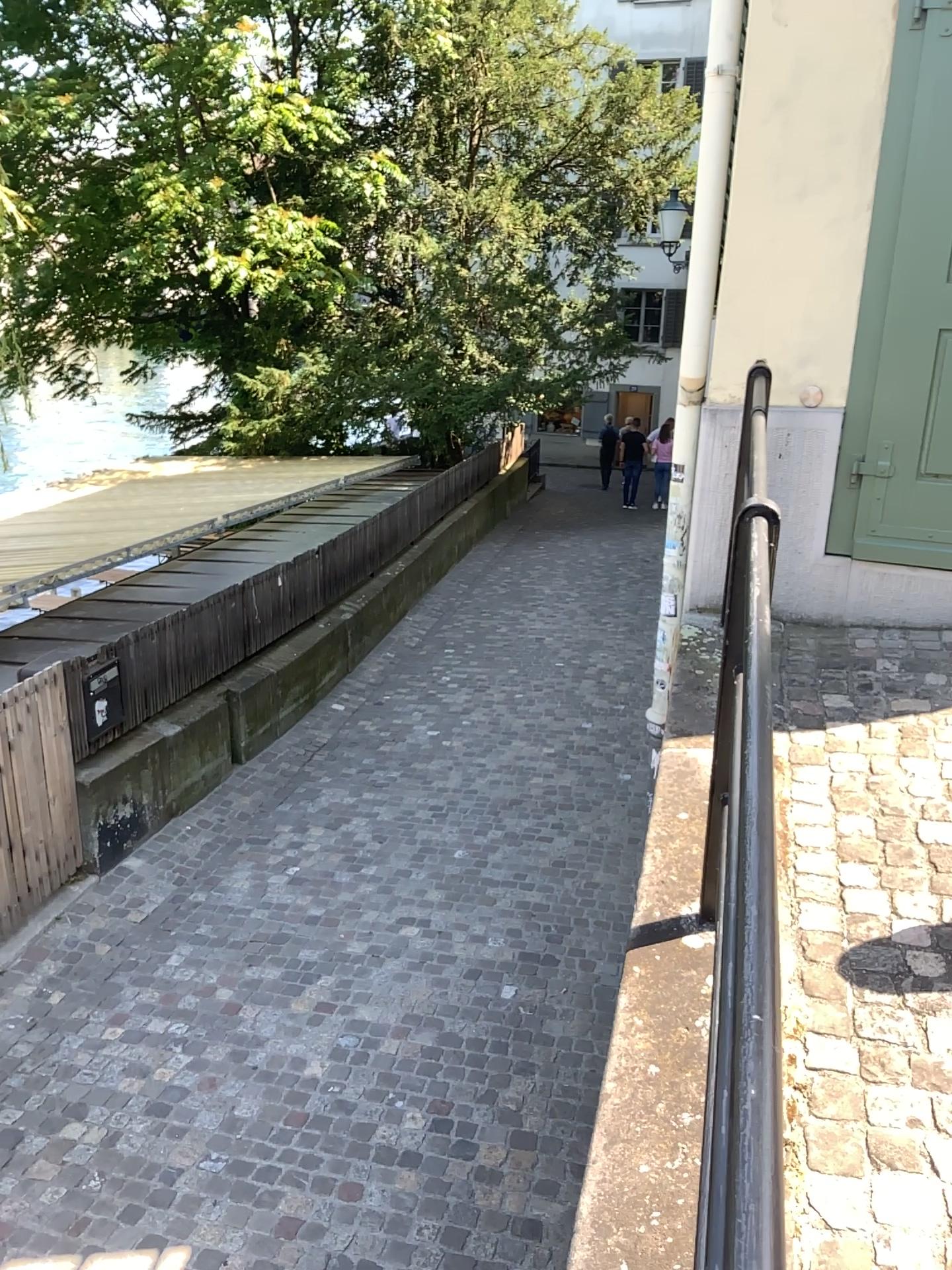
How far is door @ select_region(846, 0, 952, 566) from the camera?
3.39m

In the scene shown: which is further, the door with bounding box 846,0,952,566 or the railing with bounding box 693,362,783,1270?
the door with bounding box 846,0,952,566

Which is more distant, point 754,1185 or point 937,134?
point 937,134

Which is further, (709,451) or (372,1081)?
(372,1081)

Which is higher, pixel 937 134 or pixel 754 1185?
pixel 937 134

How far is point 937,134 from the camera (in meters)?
3.39
